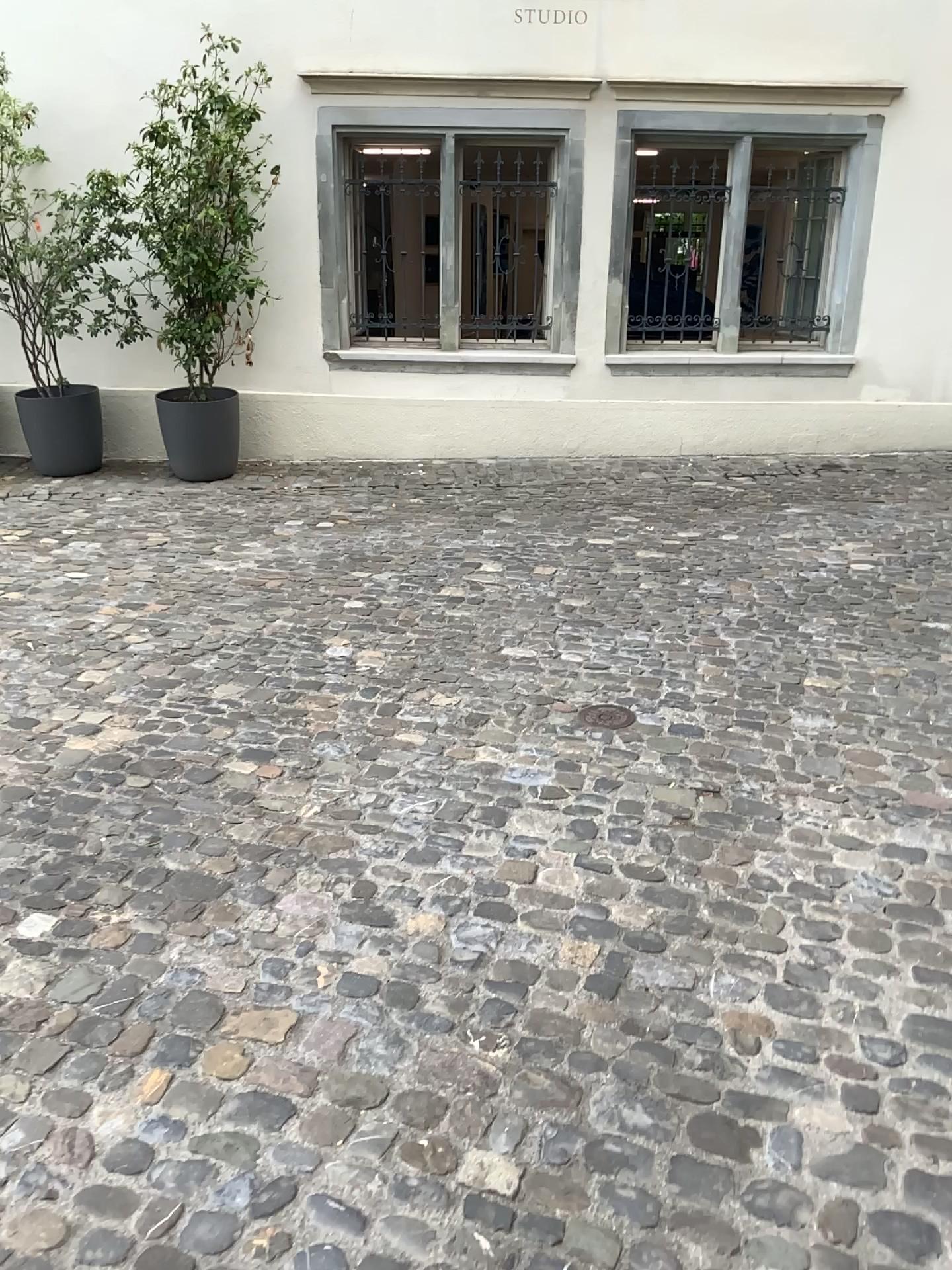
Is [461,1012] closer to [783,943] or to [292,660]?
[783,943]
